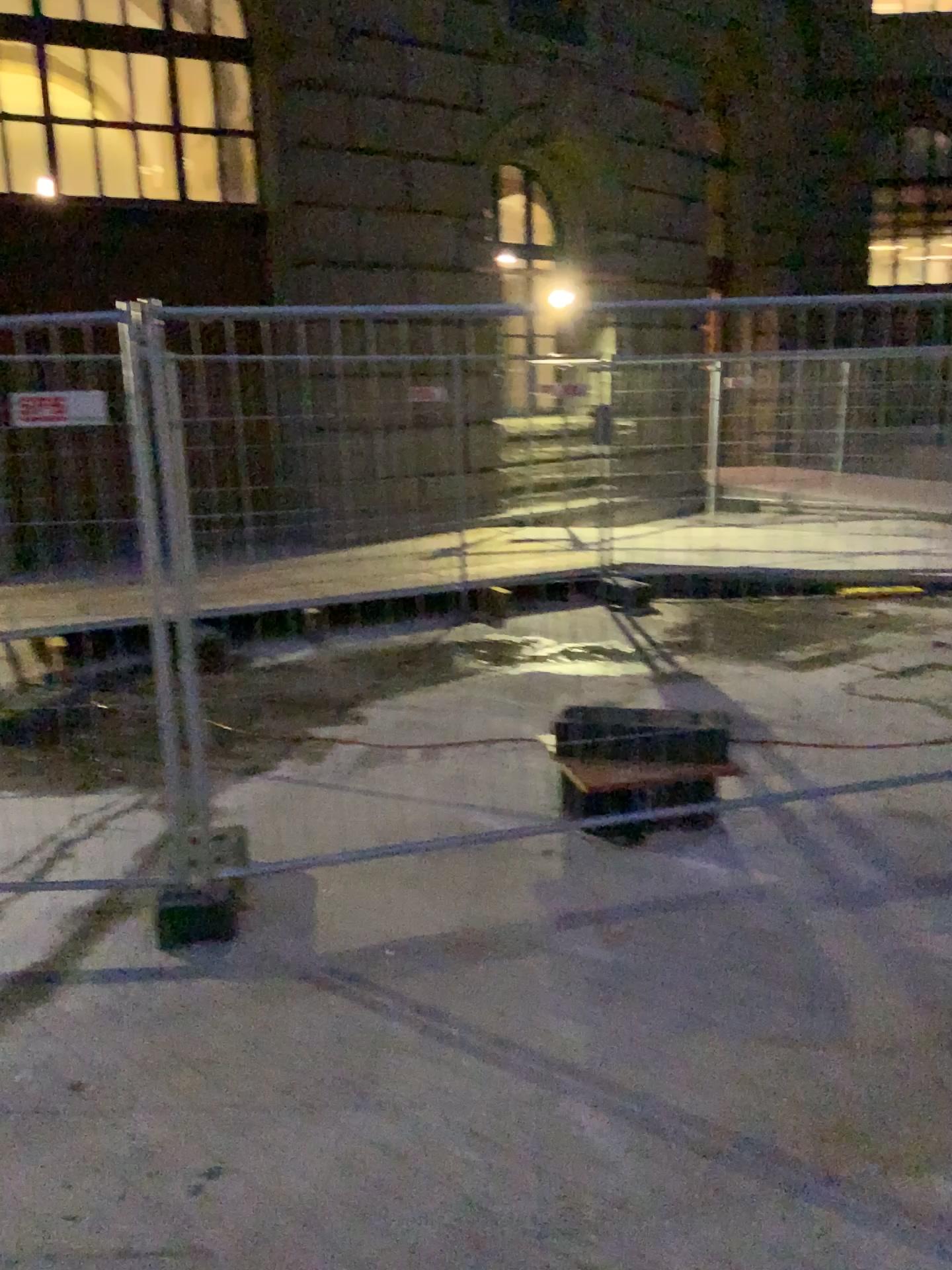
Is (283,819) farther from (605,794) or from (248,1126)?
(248,1126)
